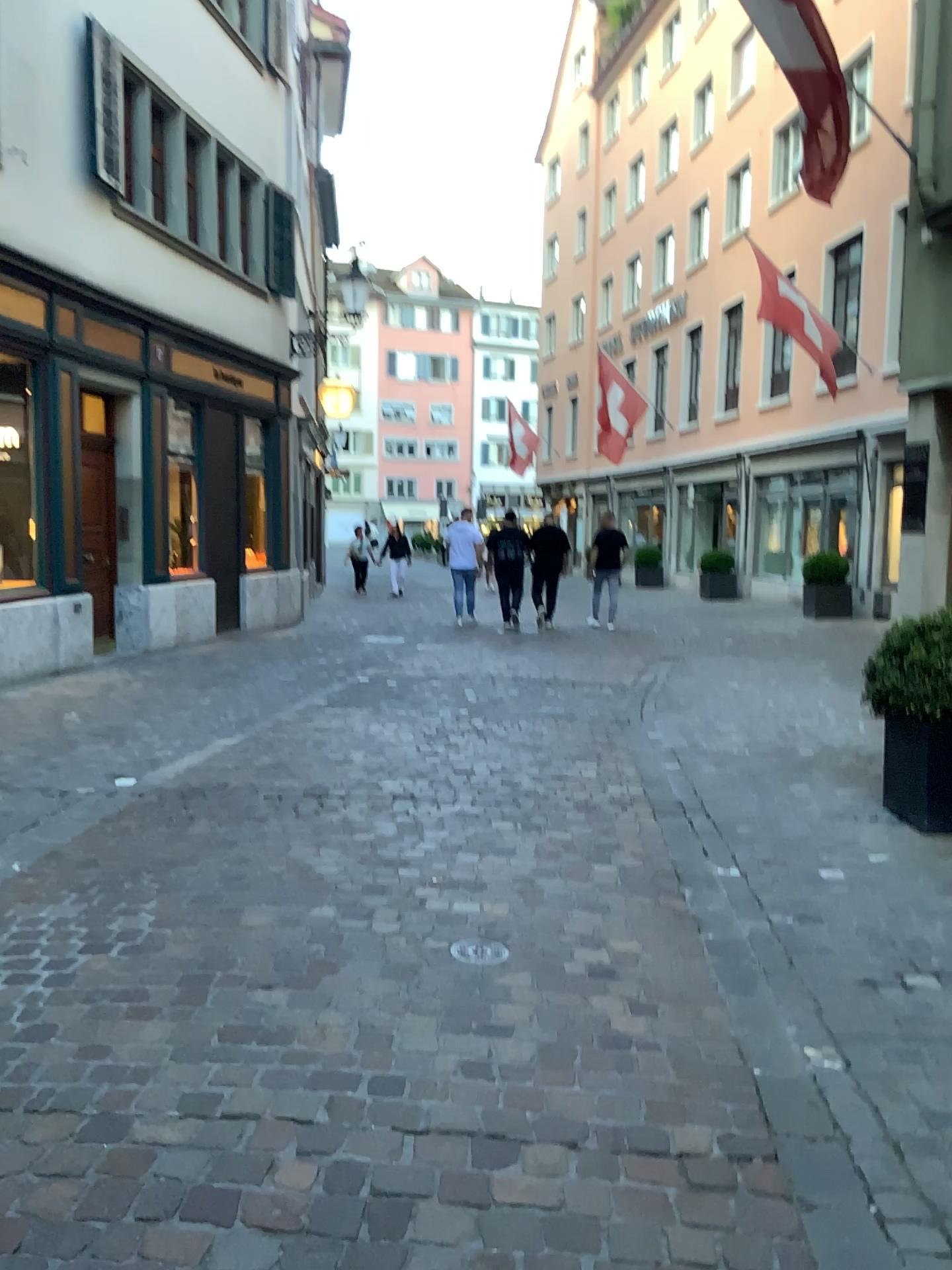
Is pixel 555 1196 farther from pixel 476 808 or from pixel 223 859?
pixel 476 808
